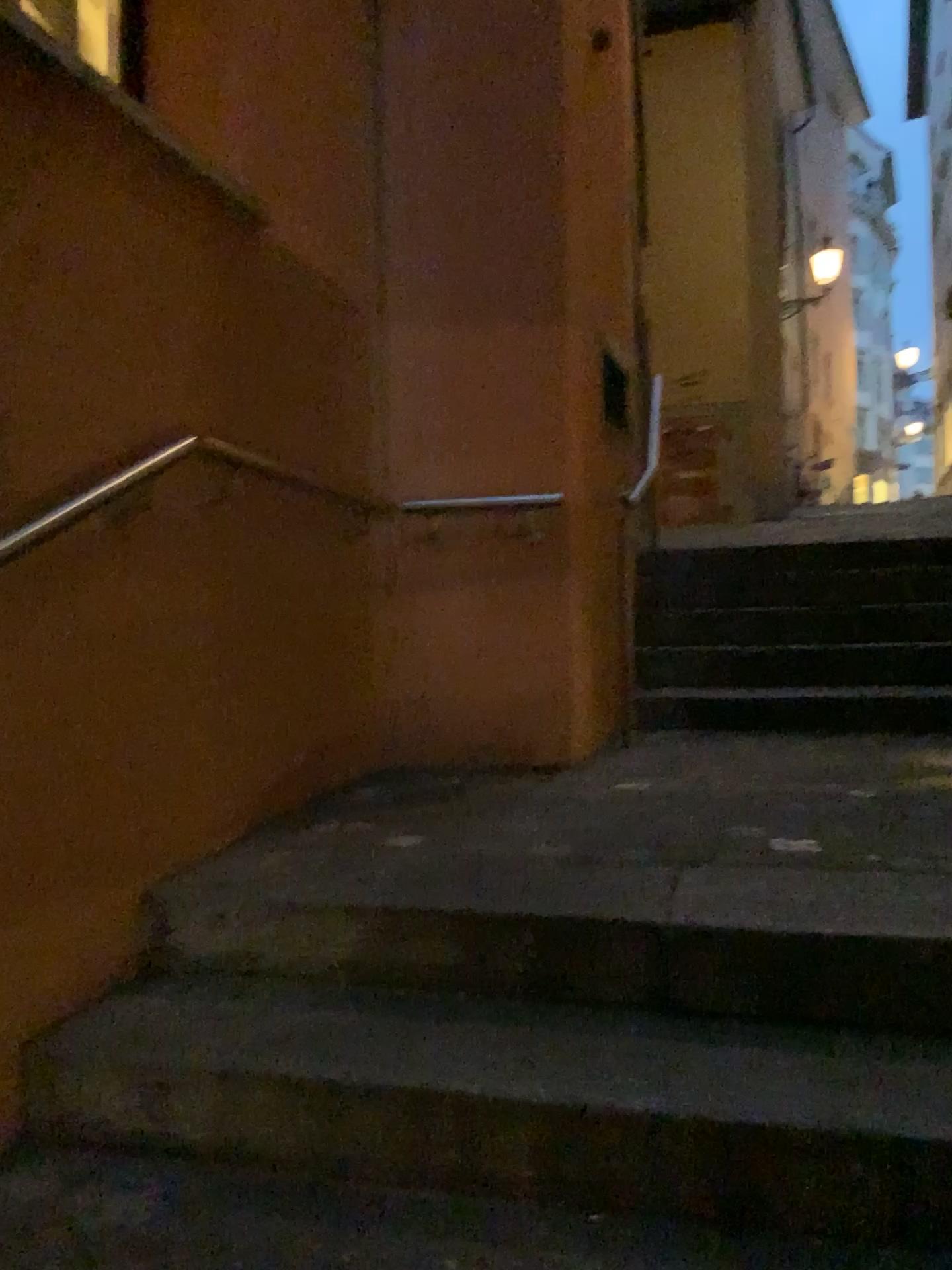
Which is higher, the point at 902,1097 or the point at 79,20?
the point at 79,20

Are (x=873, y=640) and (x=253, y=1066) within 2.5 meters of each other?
no

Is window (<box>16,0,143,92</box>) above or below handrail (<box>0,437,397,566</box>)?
above

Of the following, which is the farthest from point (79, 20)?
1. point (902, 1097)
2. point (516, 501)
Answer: point (902, 1097)

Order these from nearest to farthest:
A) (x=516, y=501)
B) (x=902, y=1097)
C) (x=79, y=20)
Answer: (x=902, y=1097) < (x=79, y=20) < (x=516, y=501)

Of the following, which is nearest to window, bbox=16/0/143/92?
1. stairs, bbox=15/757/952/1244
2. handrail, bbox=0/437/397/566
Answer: handrail, bbox=0/437/397/566

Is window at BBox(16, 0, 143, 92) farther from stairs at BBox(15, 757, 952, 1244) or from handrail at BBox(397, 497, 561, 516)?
stairs at BBox(15, 757, 952, 1244)

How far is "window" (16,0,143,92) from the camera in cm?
273

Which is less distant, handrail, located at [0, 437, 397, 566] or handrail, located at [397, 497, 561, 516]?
handrail, located at [0, 437, 397, 566]

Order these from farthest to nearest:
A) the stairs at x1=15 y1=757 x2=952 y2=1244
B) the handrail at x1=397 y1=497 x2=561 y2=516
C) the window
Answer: the handrail at x1=397 y1=497 x2=561 y2=516 < the window < the stairs at x1=15 y1=757 x2=952 y2=1244
